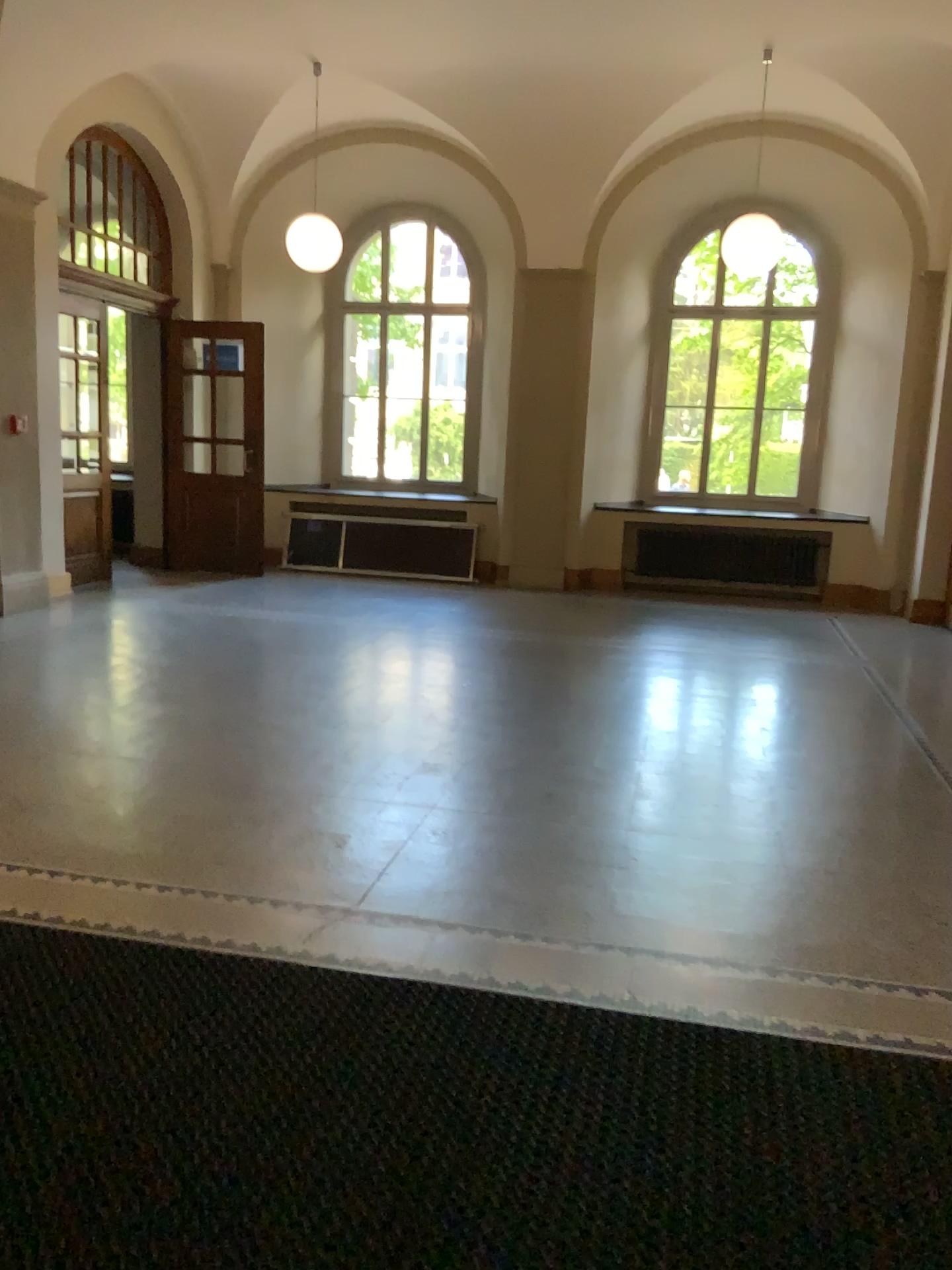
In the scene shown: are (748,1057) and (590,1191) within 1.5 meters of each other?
yes
